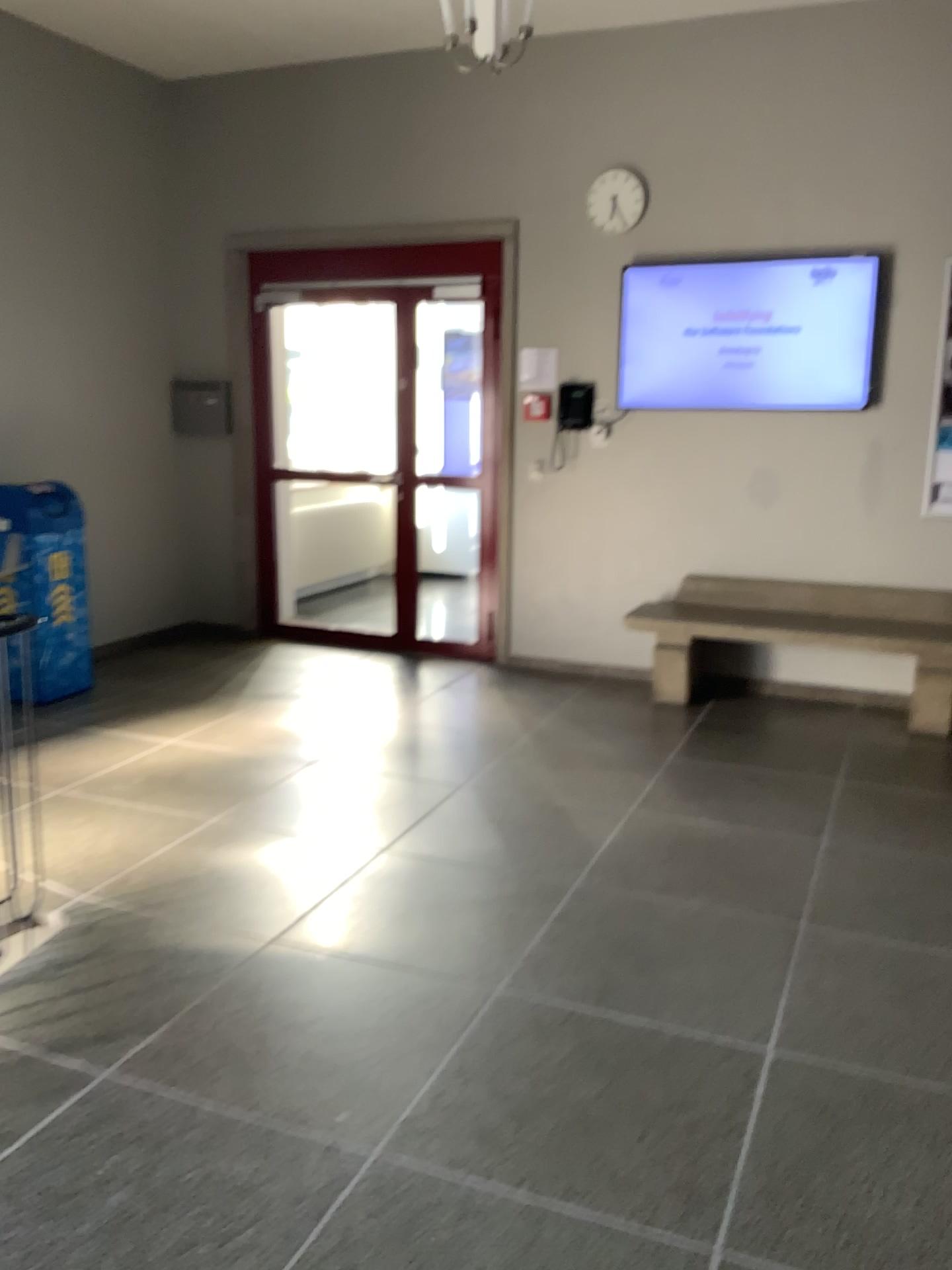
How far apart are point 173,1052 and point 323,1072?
0.4m
